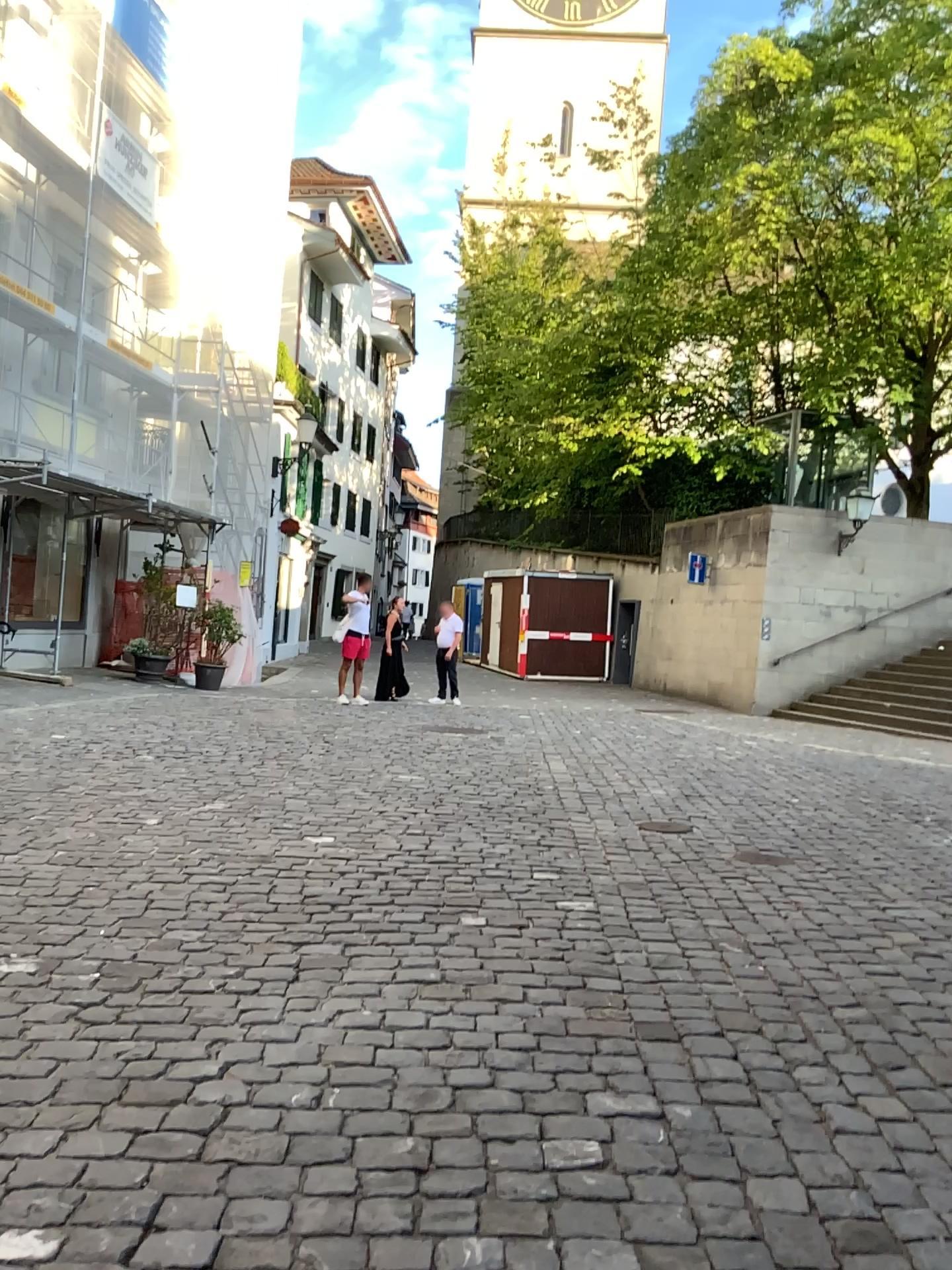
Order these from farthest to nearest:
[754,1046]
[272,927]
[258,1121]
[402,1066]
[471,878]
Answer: [471,878]
[272,927]
[754,1046]
[402,1066]
[258,1121]
